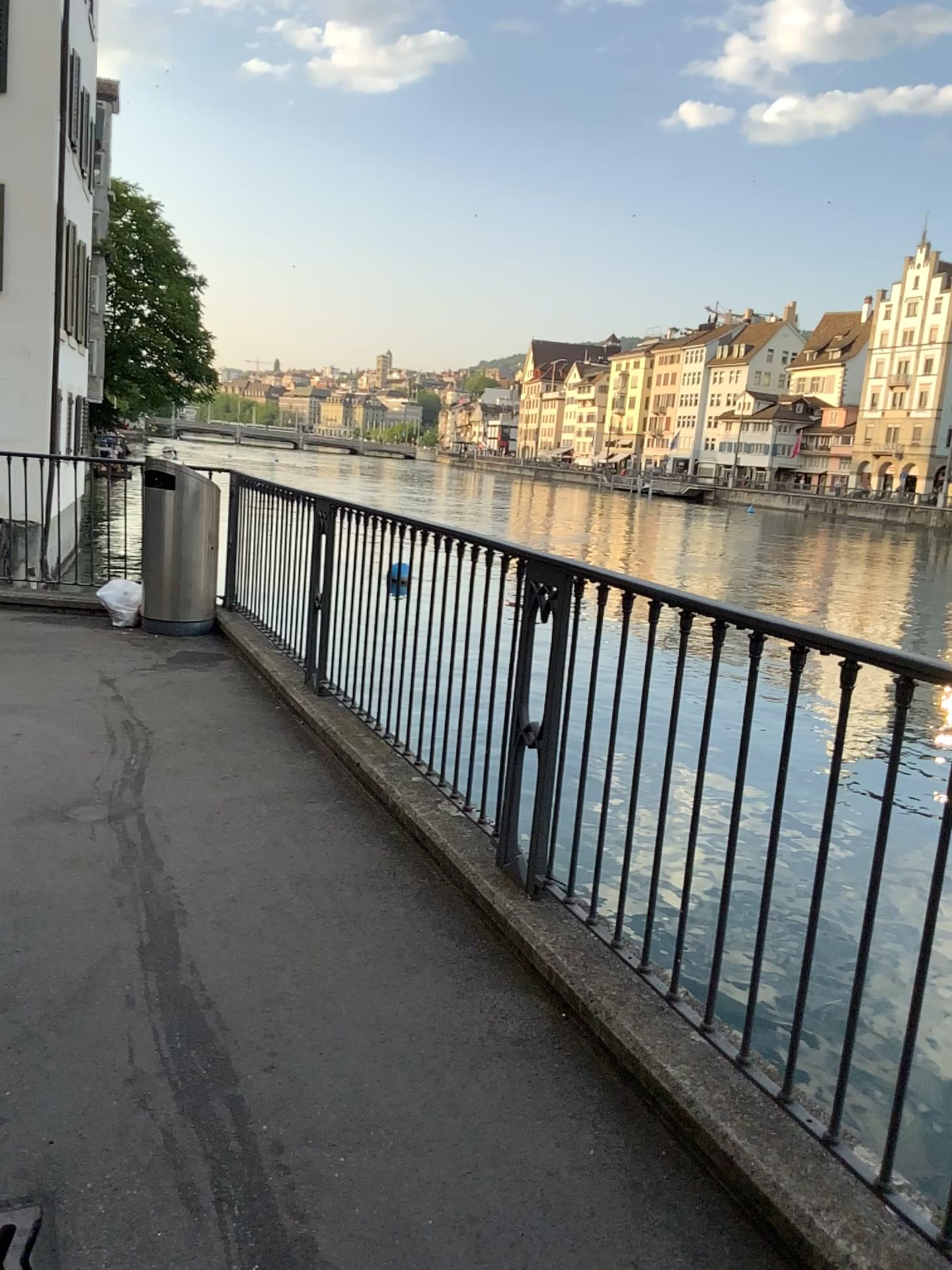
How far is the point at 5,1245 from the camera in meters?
1.8 m

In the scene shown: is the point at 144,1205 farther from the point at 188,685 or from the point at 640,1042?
the point at 188,685

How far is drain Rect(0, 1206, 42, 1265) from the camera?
1.8m
